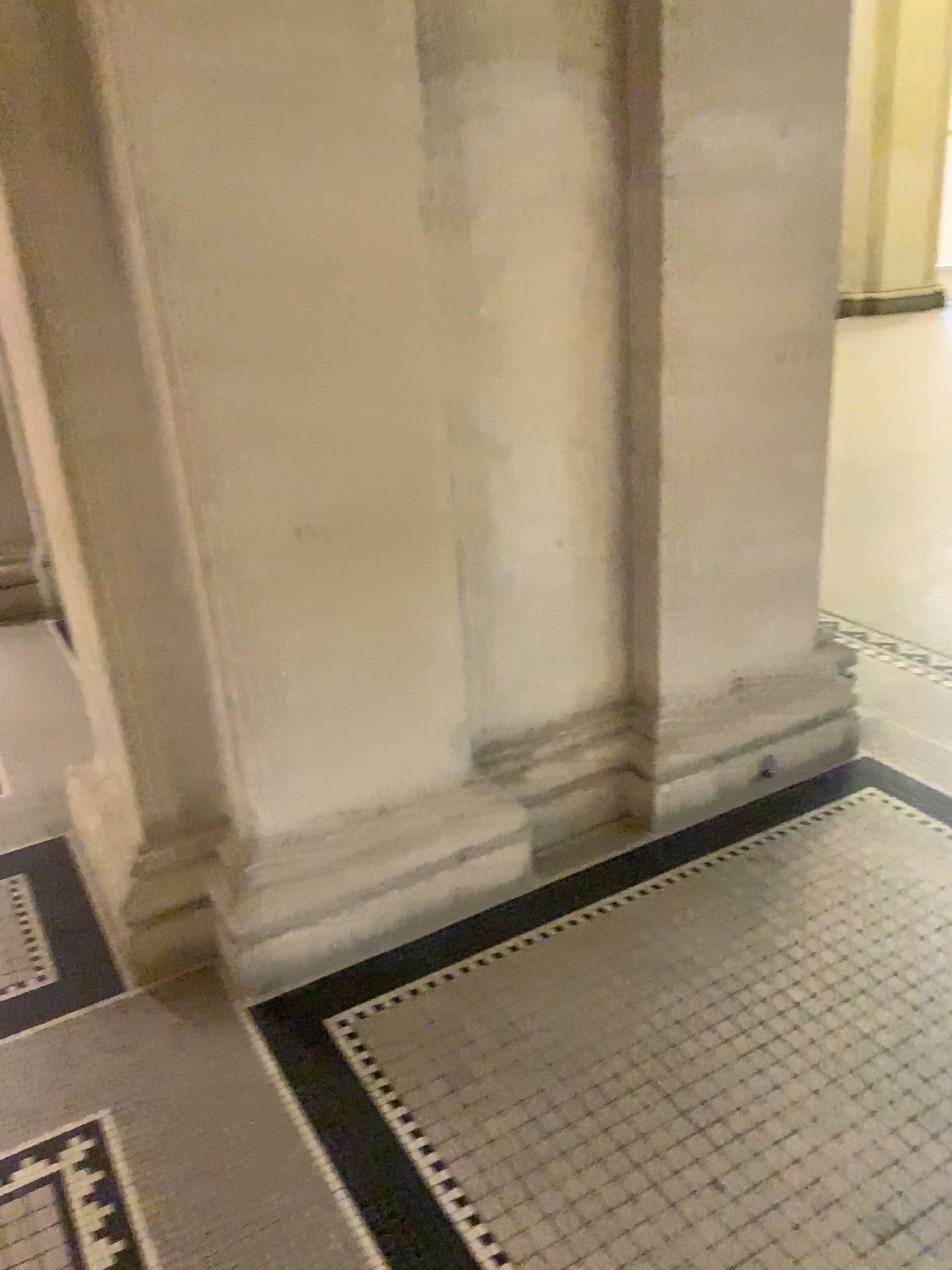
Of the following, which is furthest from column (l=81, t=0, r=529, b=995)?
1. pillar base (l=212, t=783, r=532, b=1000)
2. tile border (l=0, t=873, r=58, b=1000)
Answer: tile border (l=0, t=873, r=58, b=1000)

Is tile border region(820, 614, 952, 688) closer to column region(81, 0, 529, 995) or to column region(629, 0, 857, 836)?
column region(629, 0, 857, 836)

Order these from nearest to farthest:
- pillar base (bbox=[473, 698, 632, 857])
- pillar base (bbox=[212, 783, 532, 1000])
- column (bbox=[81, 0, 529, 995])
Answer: column (bbox=[81, 0, 529, 995]) → pillar base (bbox=[212, 783, 532, 1000]) → pillar base (bbox=[473, 698, 632, 857])

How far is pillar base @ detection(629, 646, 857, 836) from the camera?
2.68m

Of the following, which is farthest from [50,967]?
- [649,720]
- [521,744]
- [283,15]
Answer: [283,15]

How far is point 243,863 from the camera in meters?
2.2

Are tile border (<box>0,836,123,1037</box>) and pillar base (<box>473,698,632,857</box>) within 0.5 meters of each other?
no

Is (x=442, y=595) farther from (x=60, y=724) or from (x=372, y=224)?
(x=60, y=724)

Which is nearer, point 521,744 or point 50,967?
point 50,967

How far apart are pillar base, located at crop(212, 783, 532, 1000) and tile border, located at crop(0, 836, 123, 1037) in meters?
0.3 m
